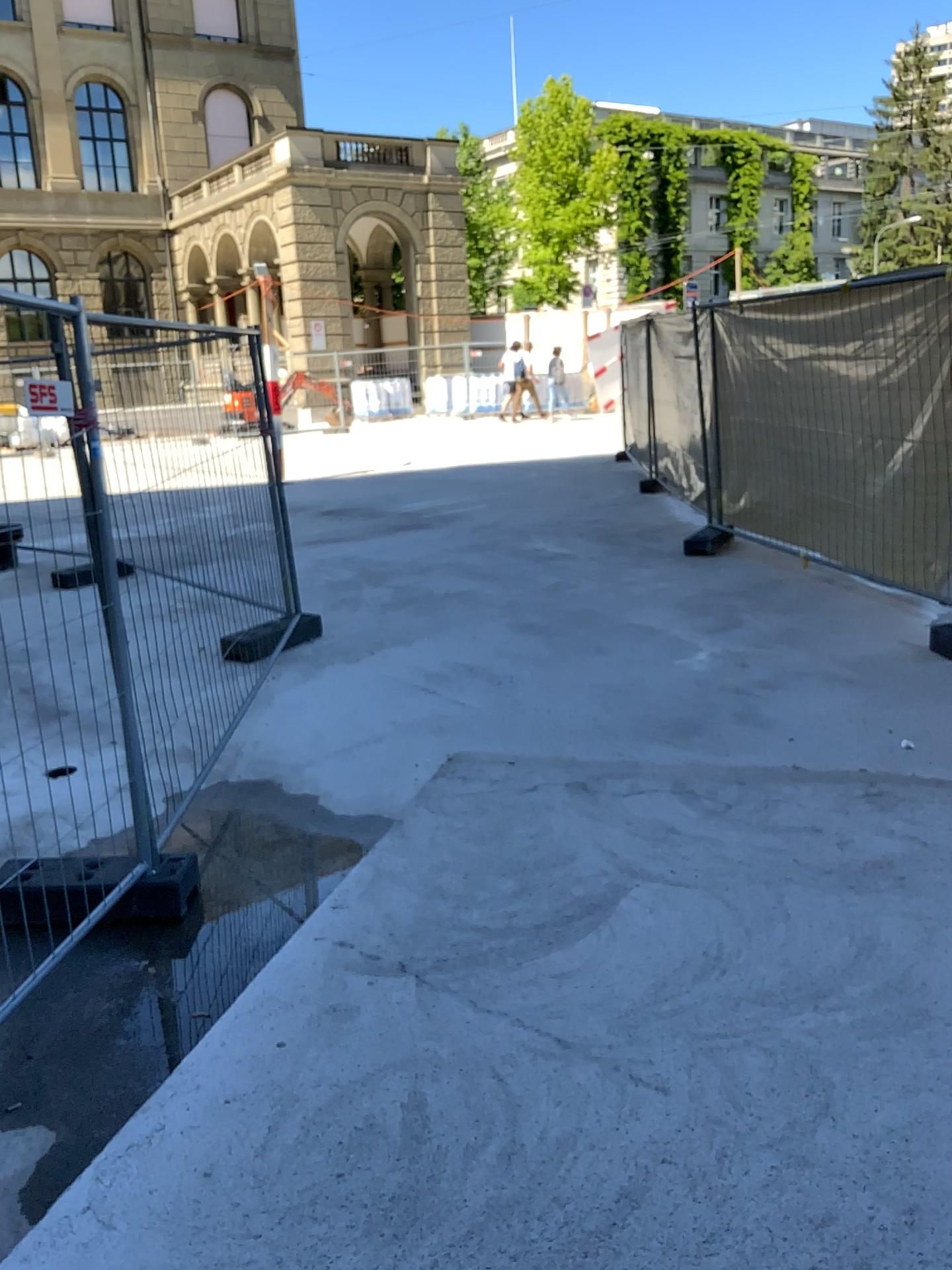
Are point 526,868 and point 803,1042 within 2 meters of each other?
yes
